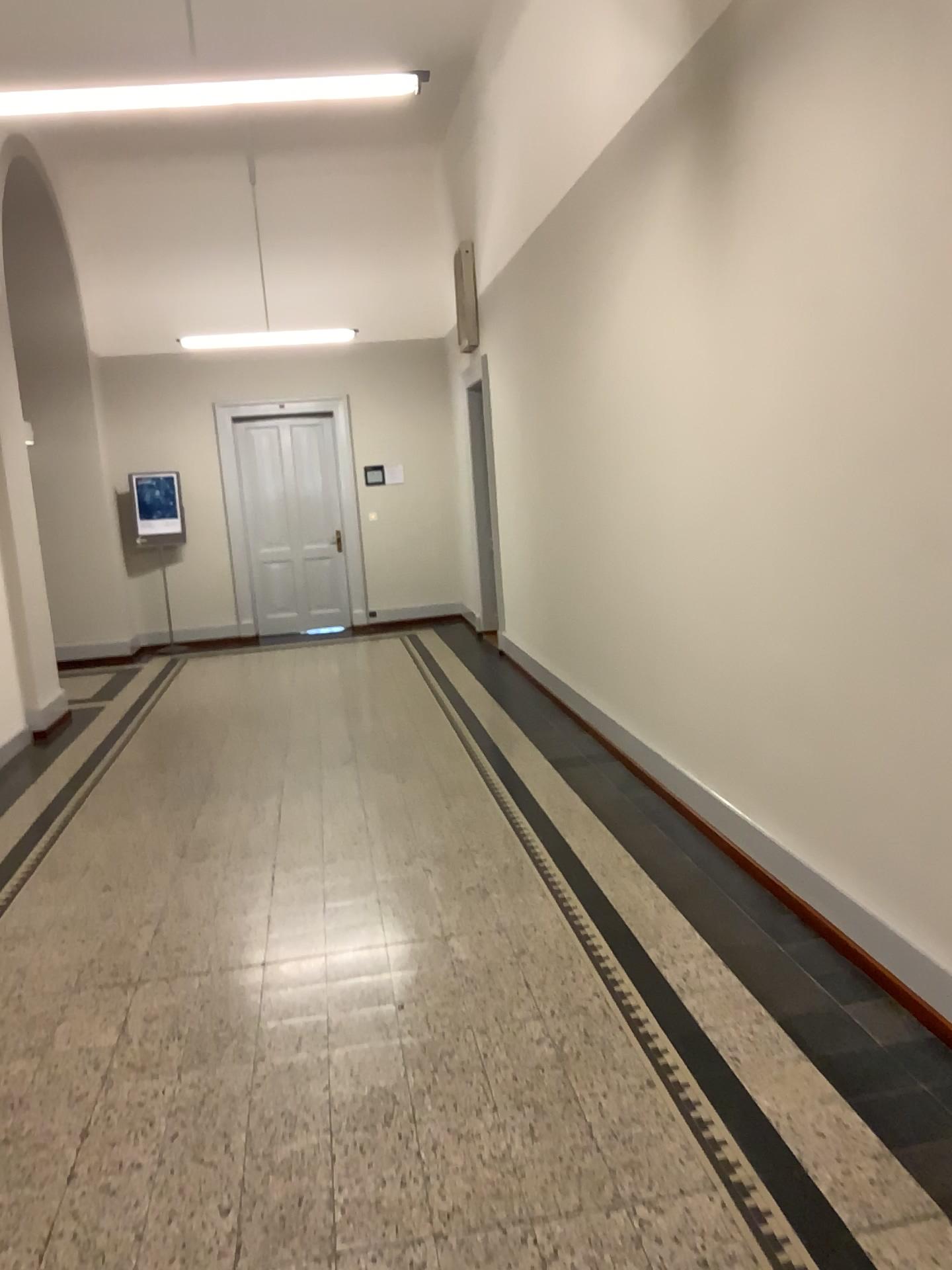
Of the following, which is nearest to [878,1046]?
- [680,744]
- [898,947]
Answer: [898,947]
